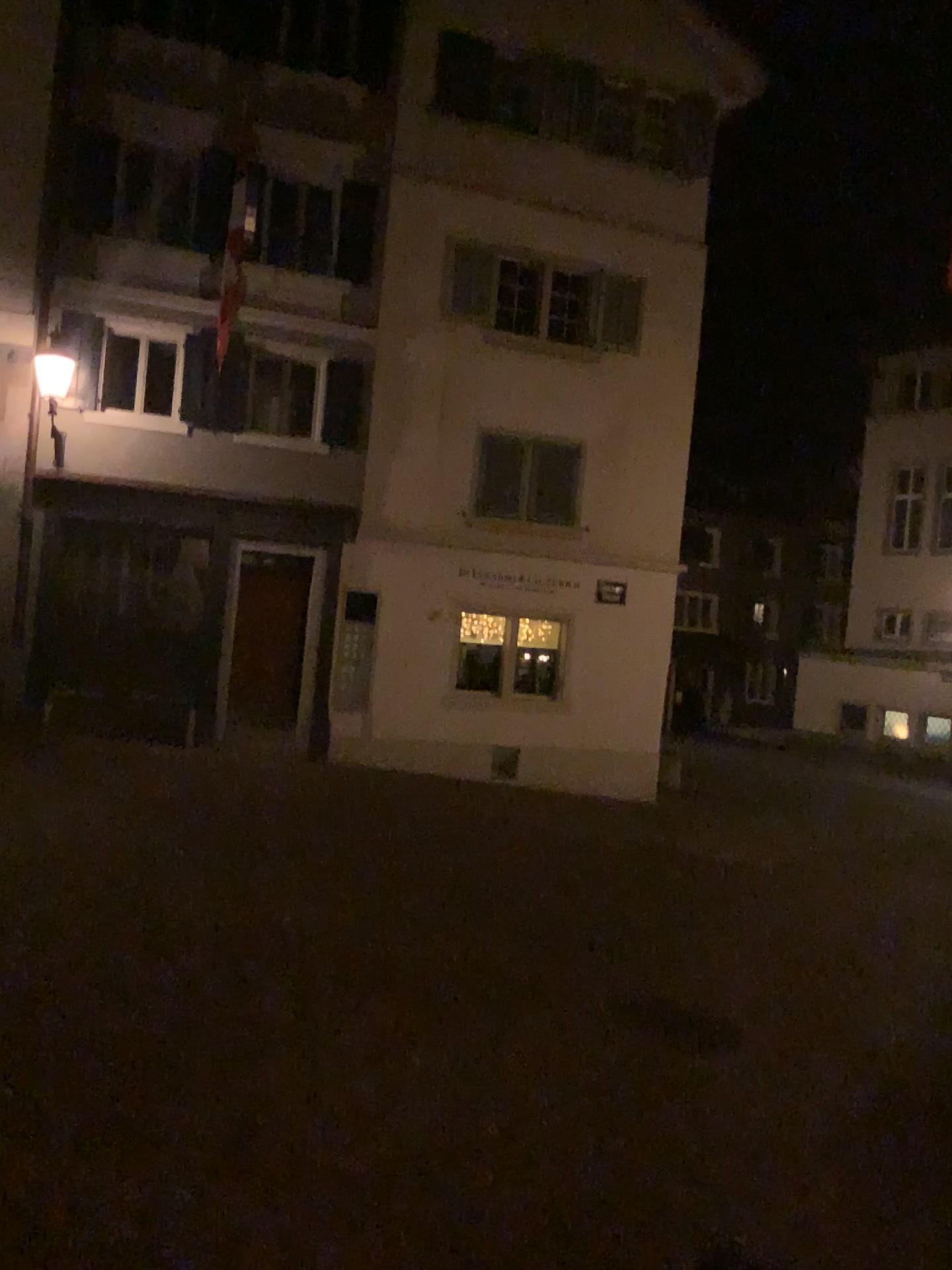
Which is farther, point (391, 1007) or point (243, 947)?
point (243, 947)
